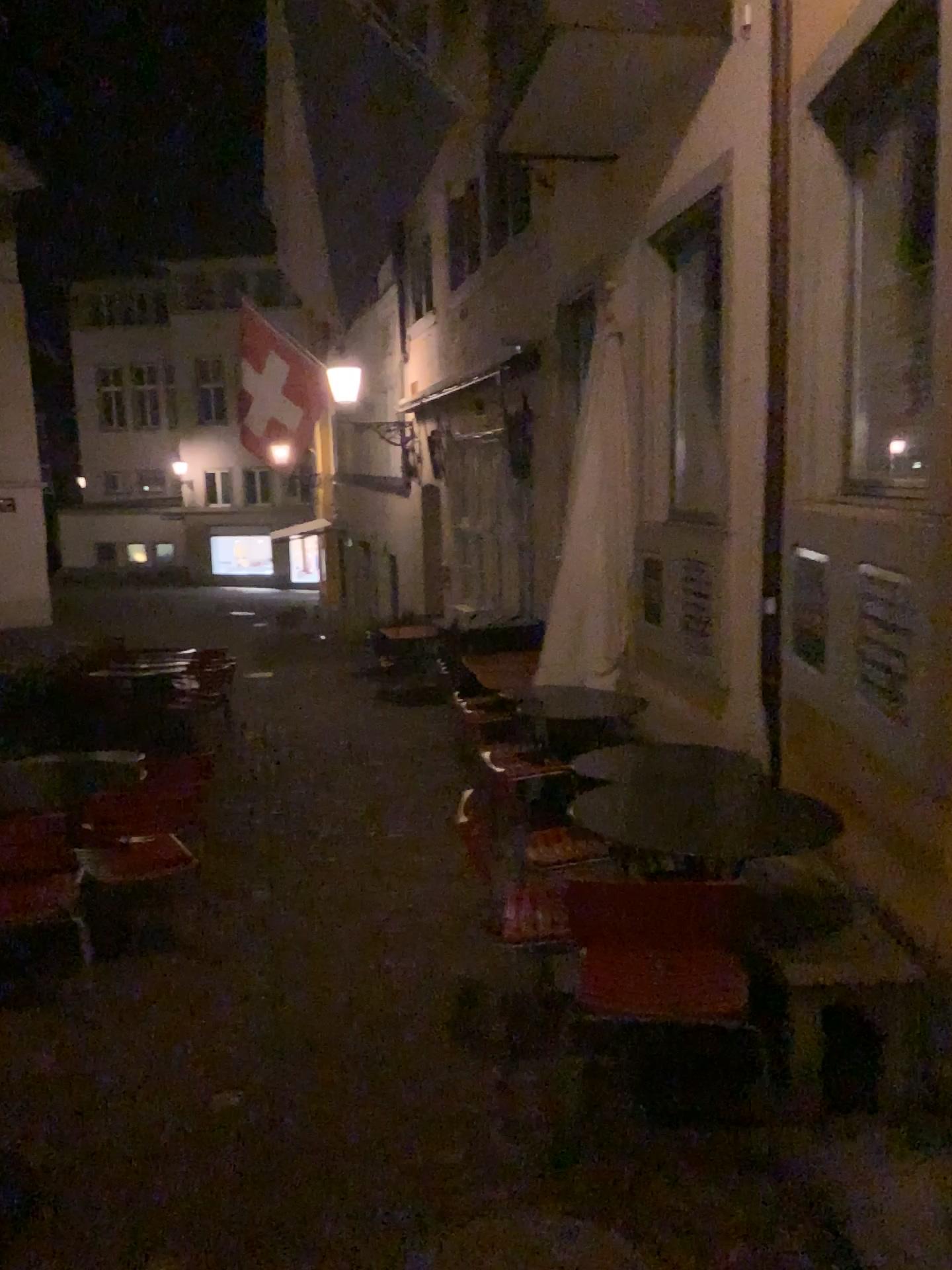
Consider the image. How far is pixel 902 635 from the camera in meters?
2.9

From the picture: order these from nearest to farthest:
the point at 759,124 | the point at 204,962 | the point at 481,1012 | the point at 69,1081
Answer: the point at 69,1081
the point at 481,1012
the point at 204,962
the point at 759,124

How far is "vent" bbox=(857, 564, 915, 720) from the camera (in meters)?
2.95
